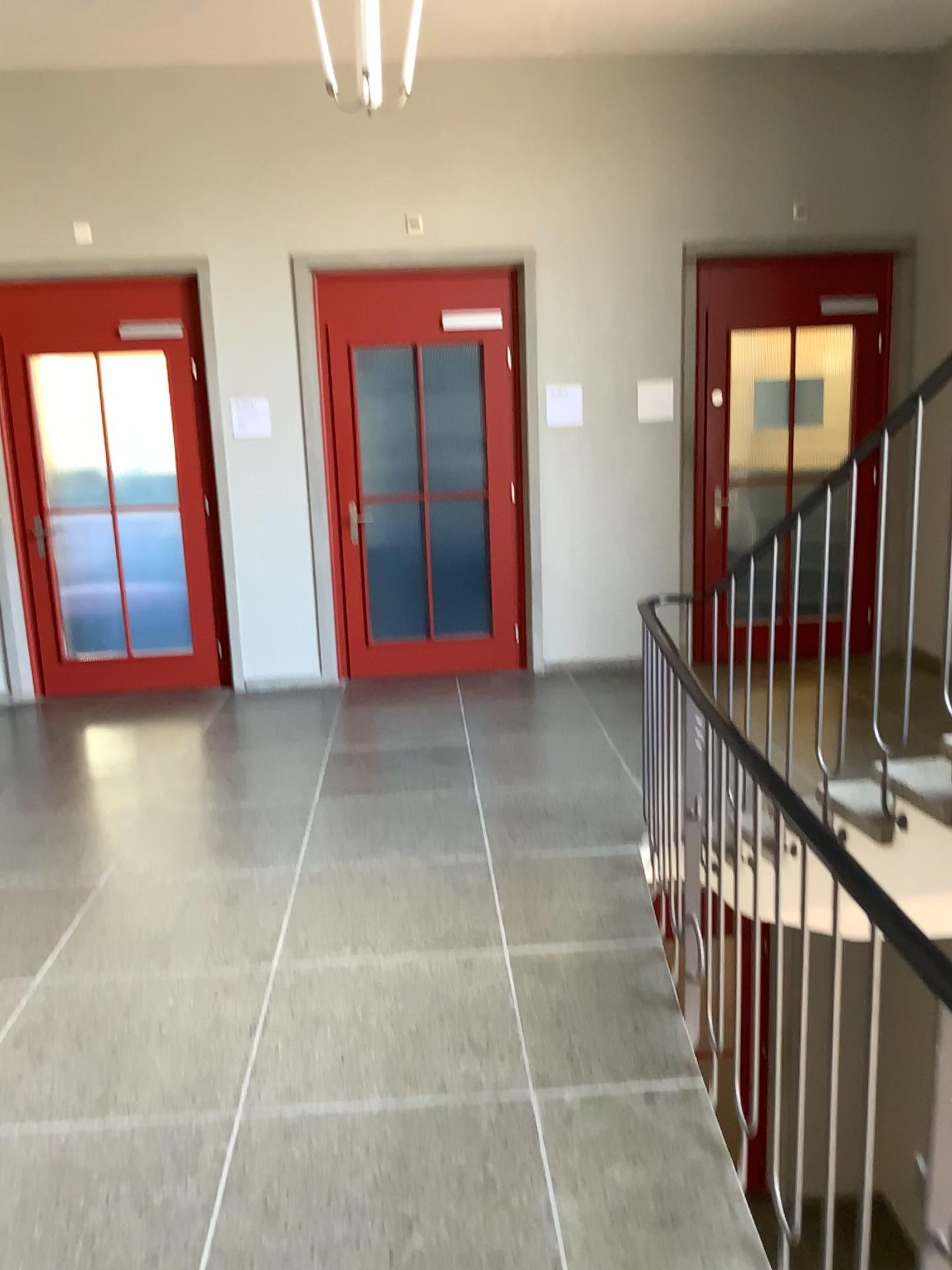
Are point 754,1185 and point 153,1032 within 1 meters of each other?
no
